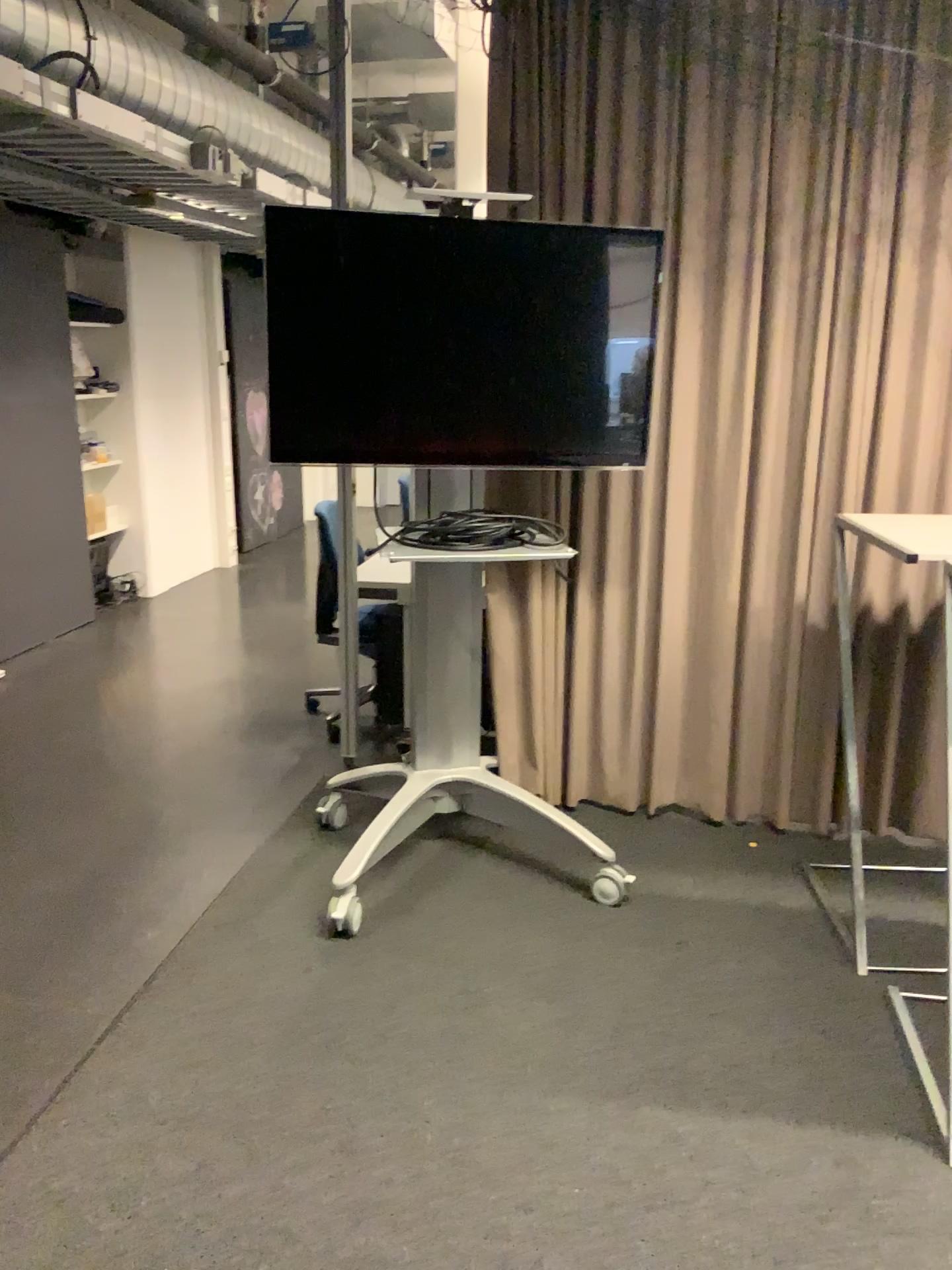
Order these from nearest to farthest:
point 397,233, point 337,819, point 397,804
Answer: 1. point 397,233
2. point 397,804
3. point 337,819

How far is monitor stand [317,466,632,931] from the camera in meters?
3.1 m

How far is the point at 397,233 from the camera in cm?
276

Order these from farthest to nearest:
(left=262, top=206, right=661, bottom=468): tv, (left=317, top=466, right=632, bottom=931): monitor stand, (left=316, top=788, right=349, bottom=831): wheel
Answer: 1. (left=316, top=788, right=349, bottom=831): wheel
2. (left=317, top=466, right=632, bottom=931): monitor stand
3. (left=262, top=206, right=661, bottom=468): tv

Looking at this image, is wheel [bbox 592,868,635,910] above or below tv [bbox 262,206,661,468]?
below

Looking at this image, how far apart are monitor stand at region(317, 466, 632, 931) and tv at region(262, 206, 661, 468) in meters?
0.3

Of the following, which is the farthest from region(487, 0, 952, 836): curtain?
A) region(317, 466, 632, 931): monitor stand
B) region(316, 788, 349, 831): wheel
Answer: region(316, 788, 349, 831): wheel

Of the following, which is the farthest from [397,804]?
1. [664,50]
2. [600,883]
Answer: [664,50]

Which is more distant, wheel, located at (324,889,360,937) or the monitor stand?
the monitor stand

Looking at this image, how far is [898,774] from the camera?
3.4 meters
